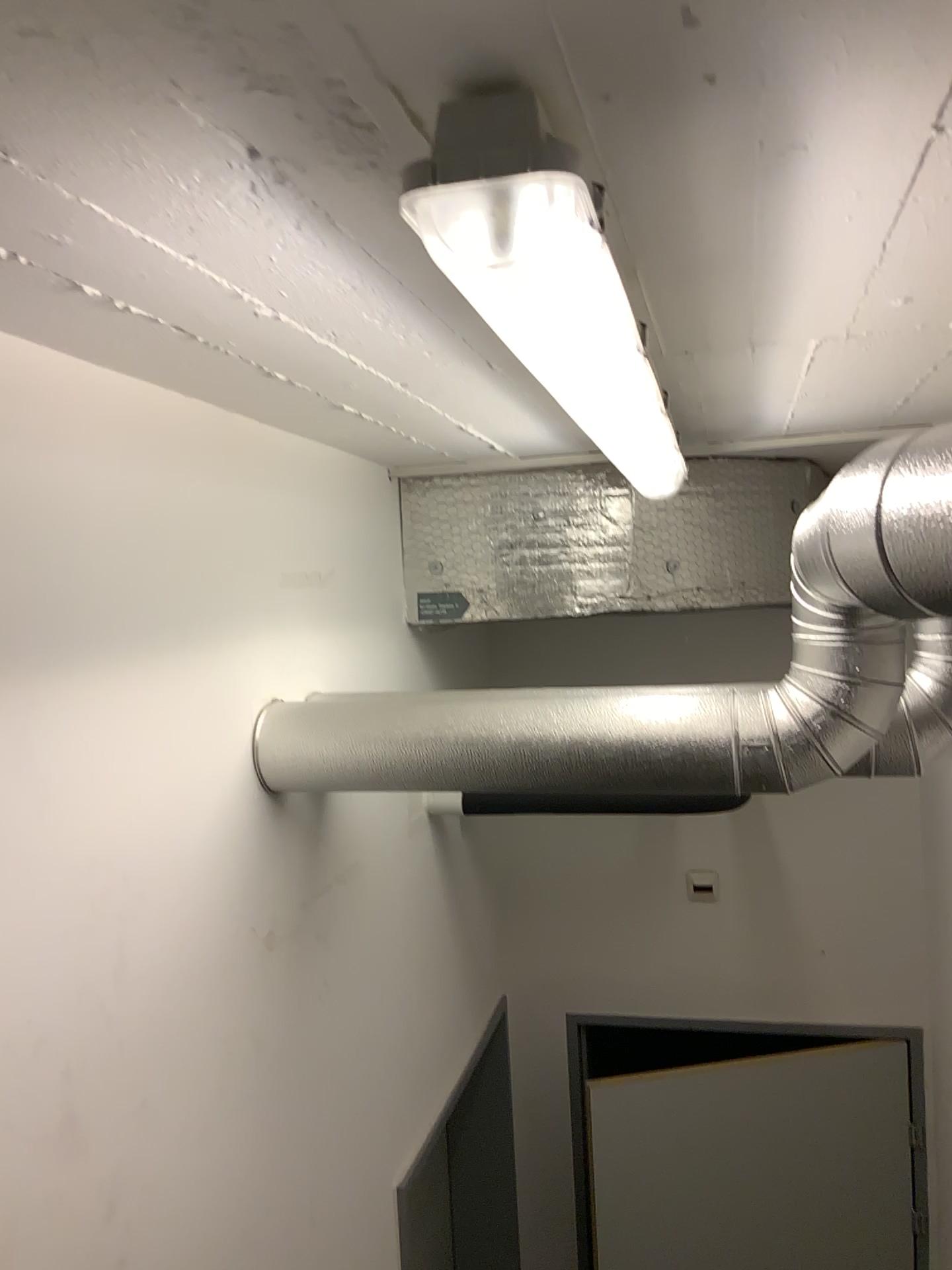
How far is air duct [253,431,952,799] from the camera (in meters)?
1.40

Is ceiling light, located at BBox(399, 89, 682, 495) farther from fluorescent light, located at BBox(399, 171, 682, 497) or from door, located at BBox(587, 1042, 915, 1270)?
door, located at BBox(587, 1042, 915, 1270)

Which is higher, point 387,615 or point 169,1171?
point 387,615

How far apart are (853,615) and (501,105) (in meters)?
0.97

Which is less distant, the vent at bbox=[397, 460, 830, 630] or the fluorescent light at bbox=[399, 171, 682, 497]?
the fluorescent light at bbox=[399, 171, 682, 497]

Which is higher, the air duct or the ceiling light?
the ceiling light

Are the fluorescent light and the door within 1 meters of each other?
no

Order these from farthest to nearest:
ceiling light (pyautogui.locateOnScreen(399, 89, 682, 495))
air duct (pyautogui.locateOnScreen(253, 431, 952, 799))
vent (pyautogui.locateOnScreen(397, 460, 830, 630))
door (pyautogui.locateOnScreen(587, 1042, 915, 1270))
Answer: door (pyautogui.locateOnScreen(587, 1042, 915, 1270))
vent (pyautogui.locateOnScreen(397, 460, 830, 630))
air duct (pyautogui.locateOnScreen(253, 431, 952, 799))
ceiling light (pyautogui.locateOnScreen(399, 89, 682, 495))

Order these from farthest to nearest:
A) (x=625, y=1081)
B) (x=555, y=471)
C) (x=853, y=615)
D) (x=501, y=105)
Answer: (x=625, y=1081) → (x=555, y=471) → (x=853, y=615) → (x=501, y=105)

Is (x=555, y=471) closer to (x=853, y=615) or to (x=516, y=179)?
A: (x=853, y=615)
